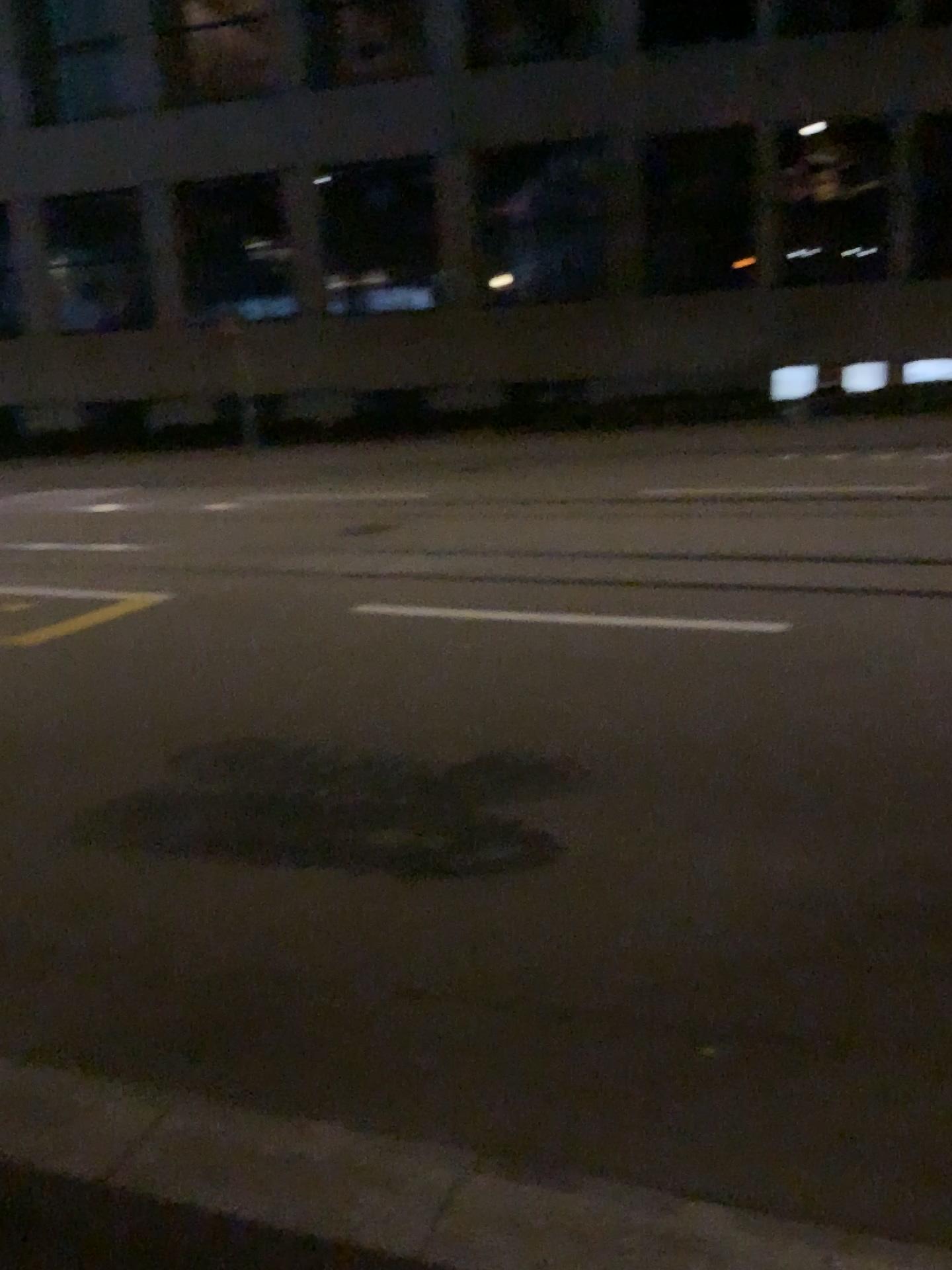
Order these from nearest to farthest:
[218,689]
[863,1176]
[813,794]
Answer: [863,1176] → [813,794] → [218,689]
